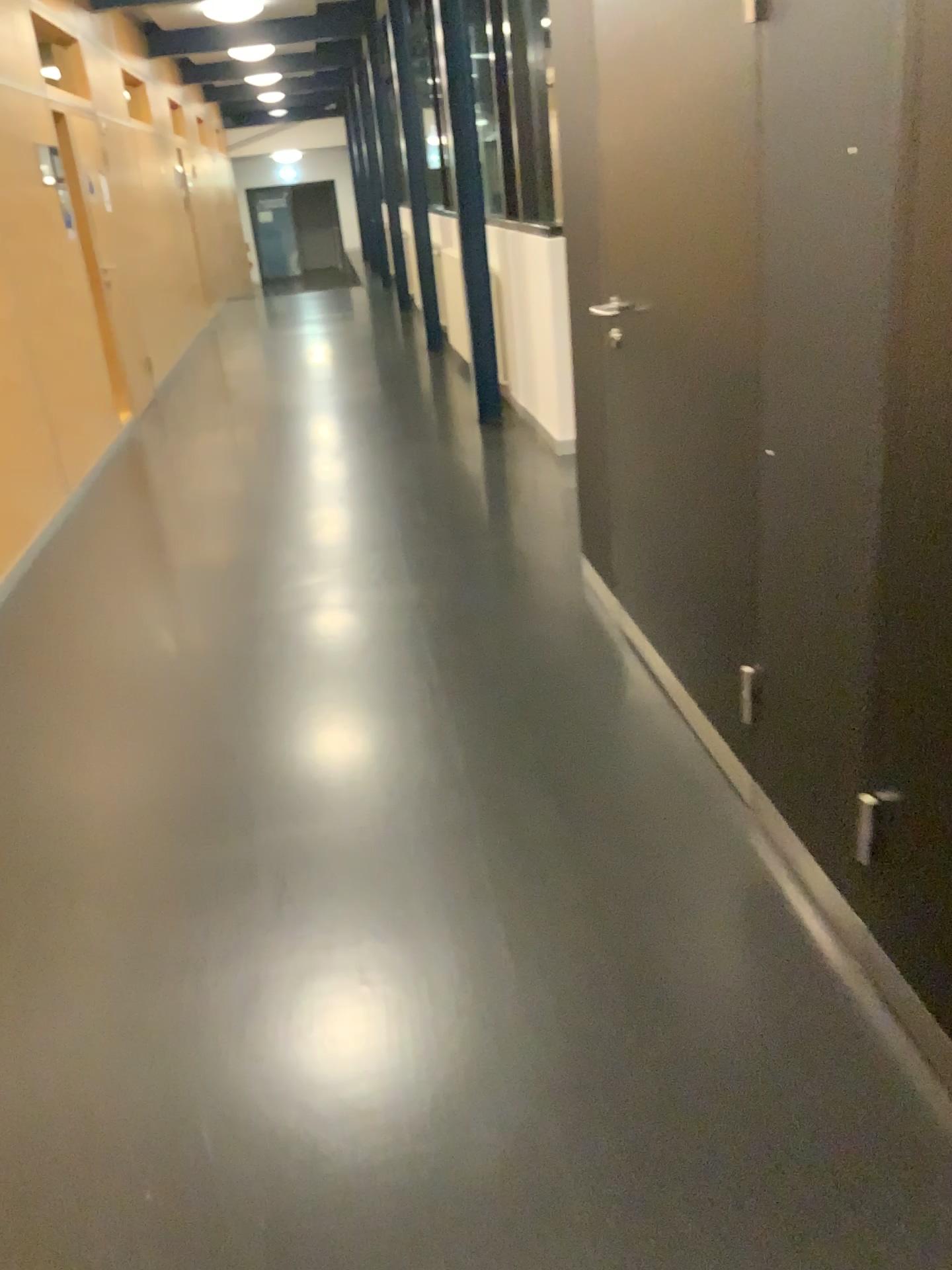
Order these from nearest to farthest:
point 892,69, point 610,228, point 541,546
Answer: point 892,69
point 610,228
point 541,546
